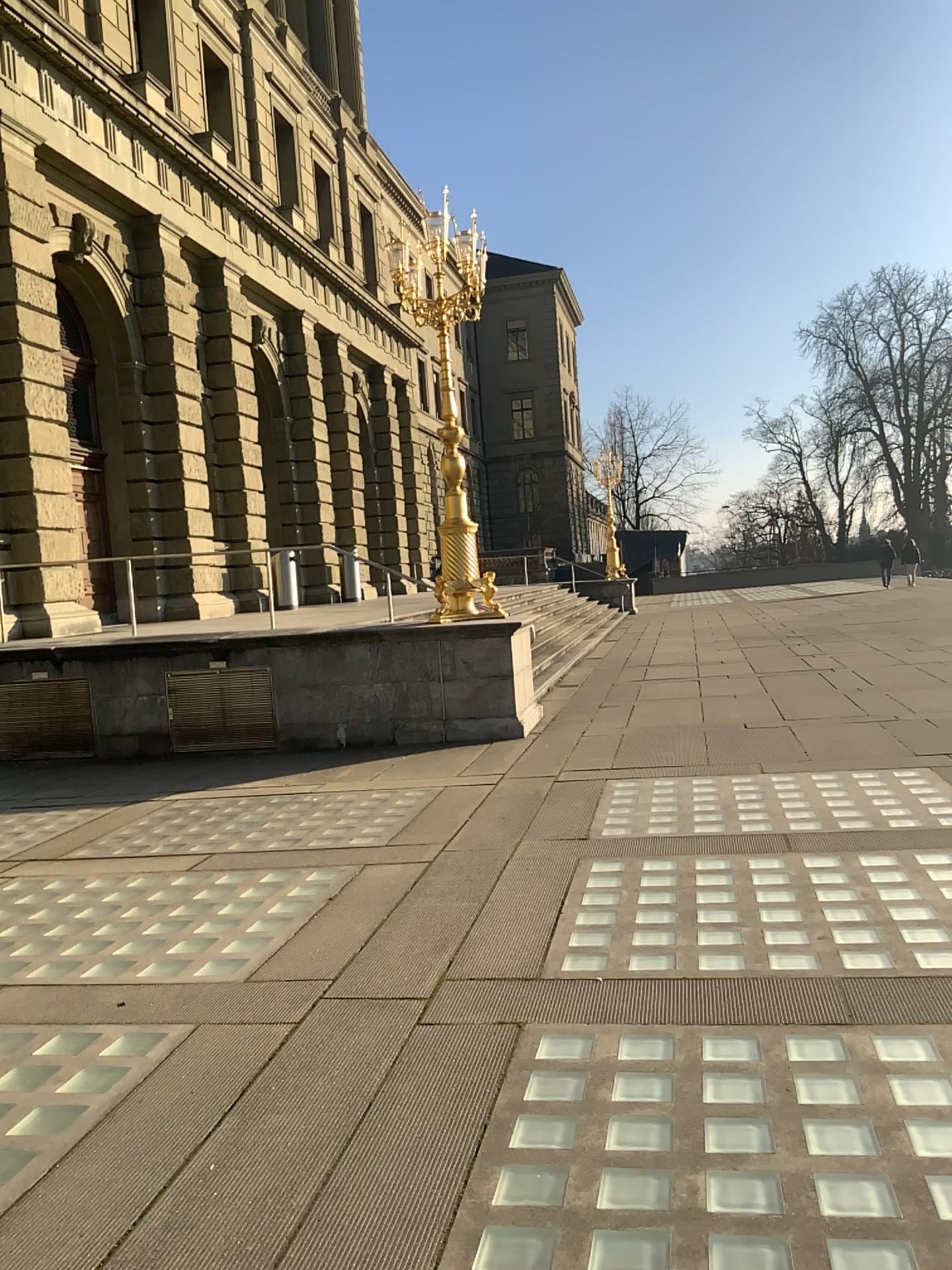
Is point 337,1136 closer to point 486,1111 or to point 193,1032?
point 486,1111
